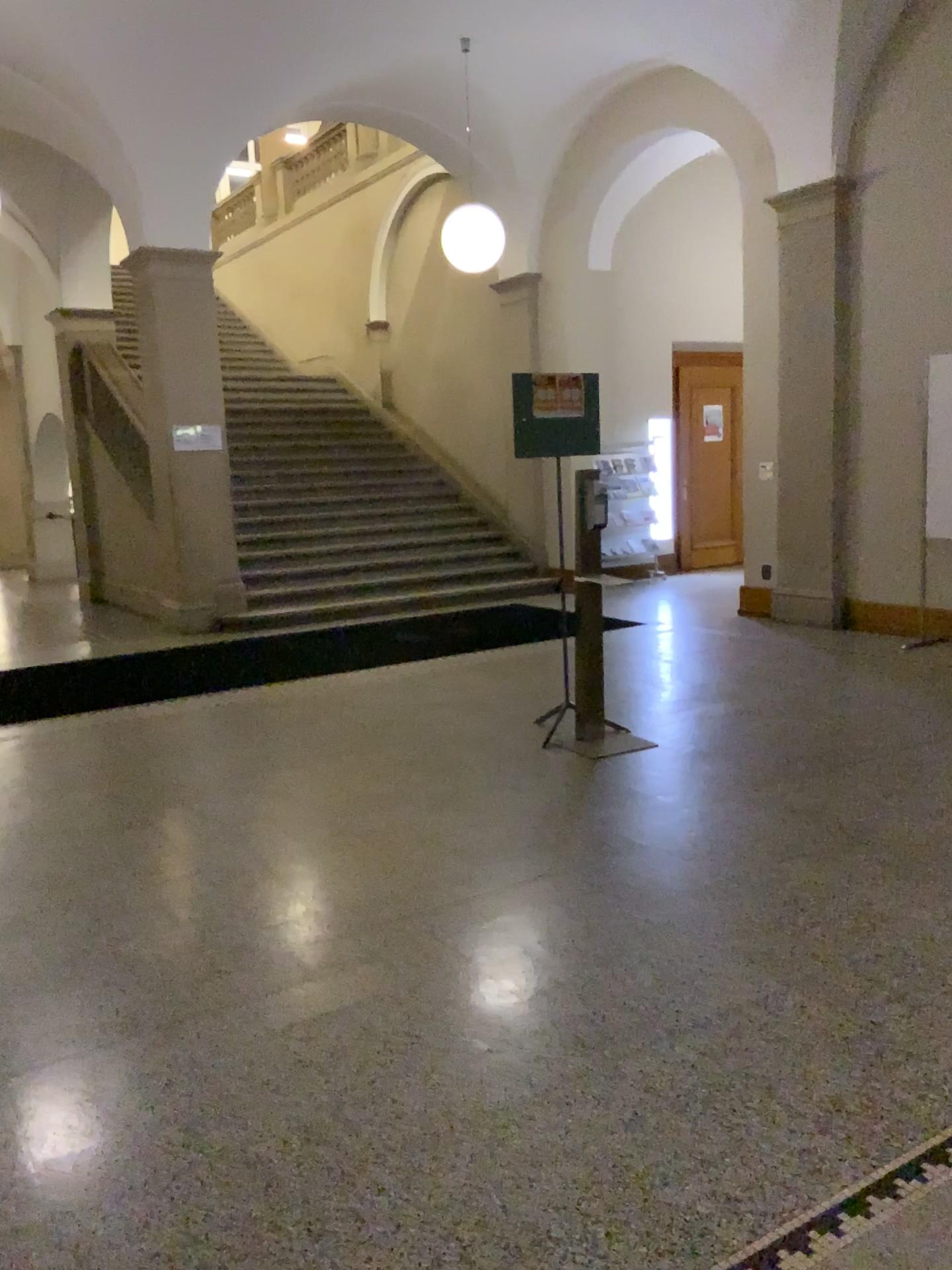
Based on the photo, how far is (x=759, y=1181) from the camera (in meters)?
2.03
